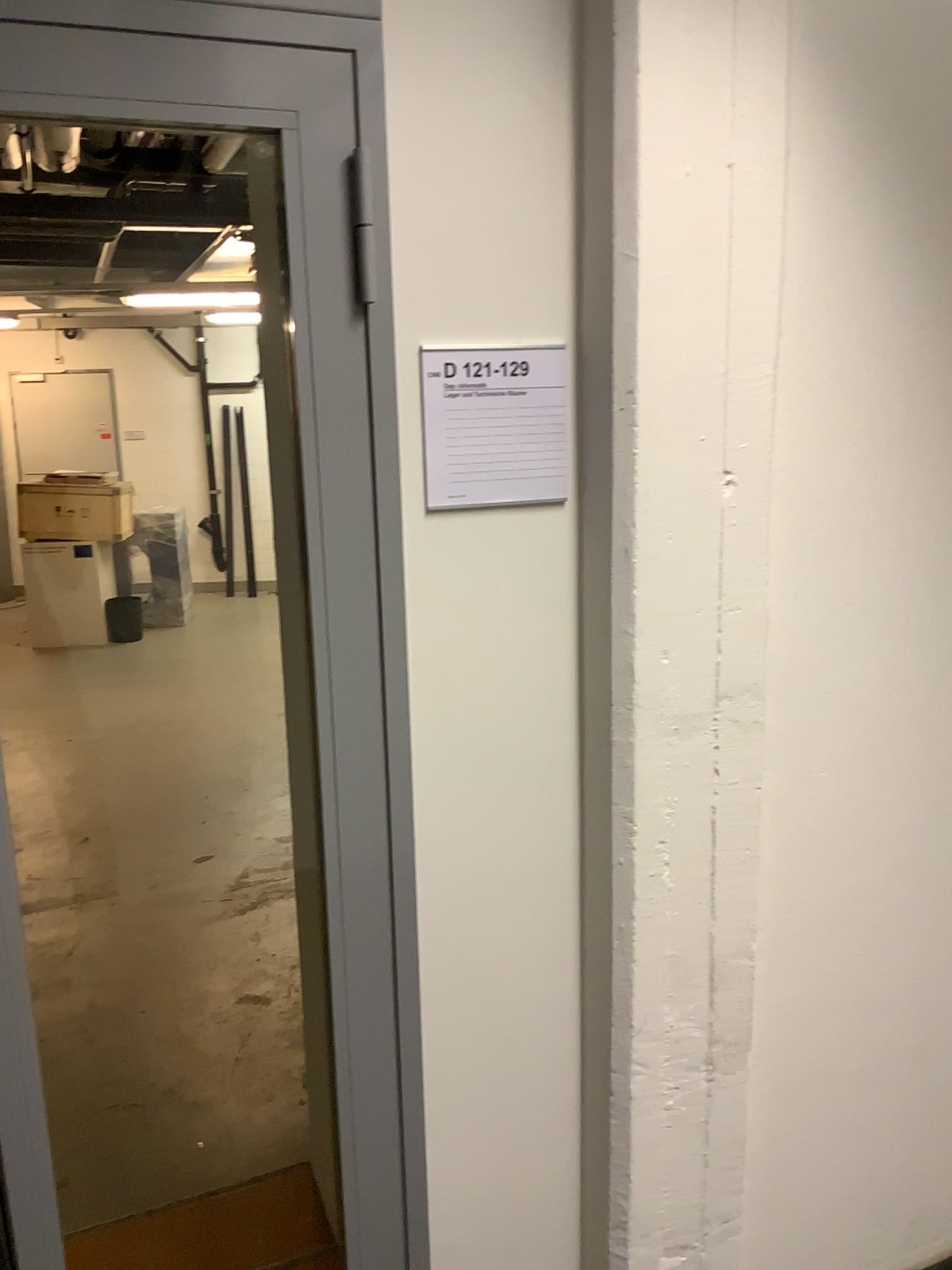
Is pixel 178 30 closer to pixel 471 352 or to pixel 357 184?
pixel 357 184

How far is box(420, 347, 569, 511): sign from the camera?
1.4m

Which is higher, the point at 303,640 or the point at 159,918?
the point at 303,640

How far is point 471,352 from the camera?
1.4m

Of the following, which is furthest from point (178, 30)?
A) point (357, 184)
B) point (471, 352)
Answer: point (471, 352)
